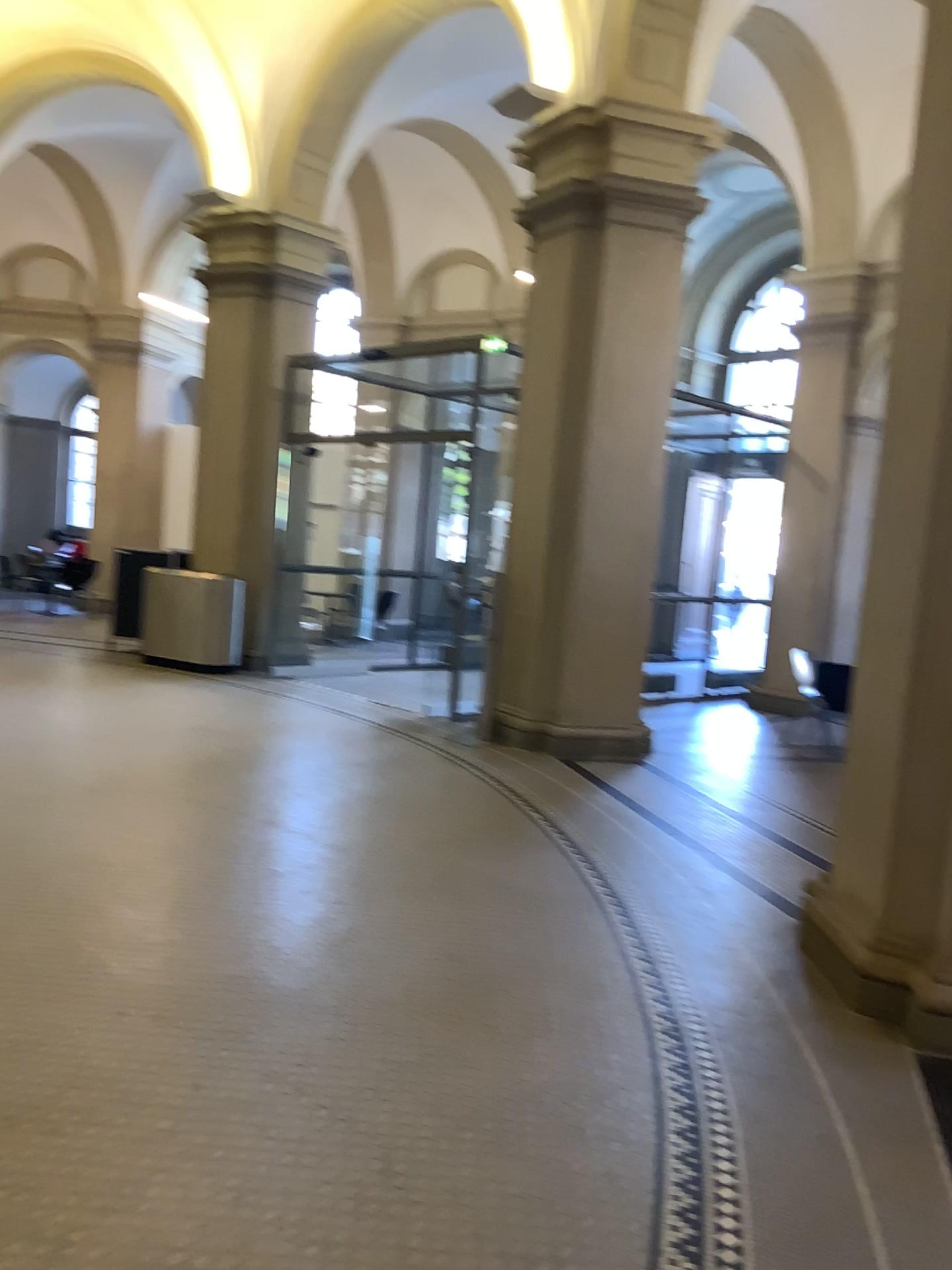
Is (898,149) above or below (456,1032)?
above
